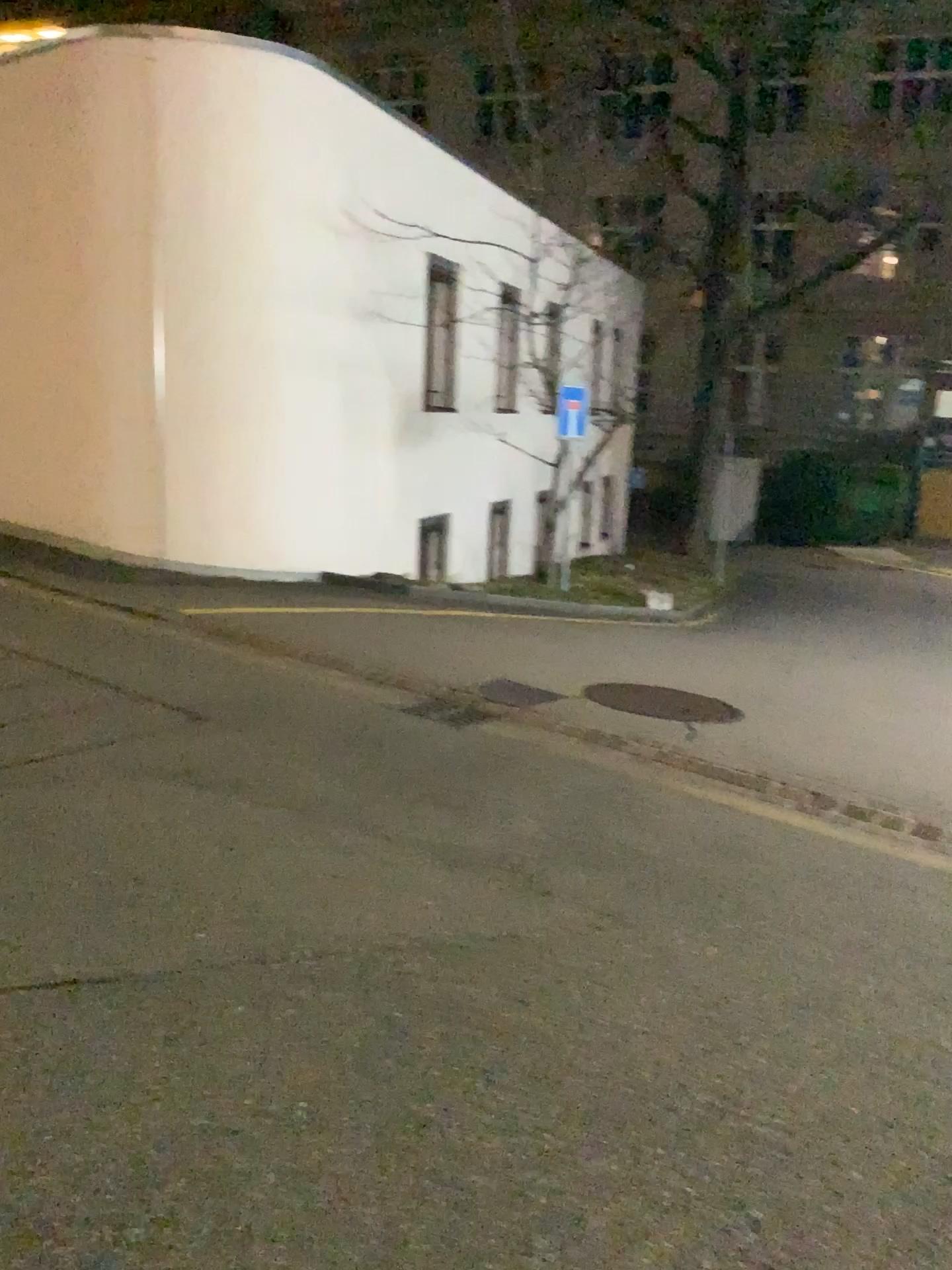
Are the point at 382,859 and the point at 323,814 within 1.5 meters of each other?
yes
